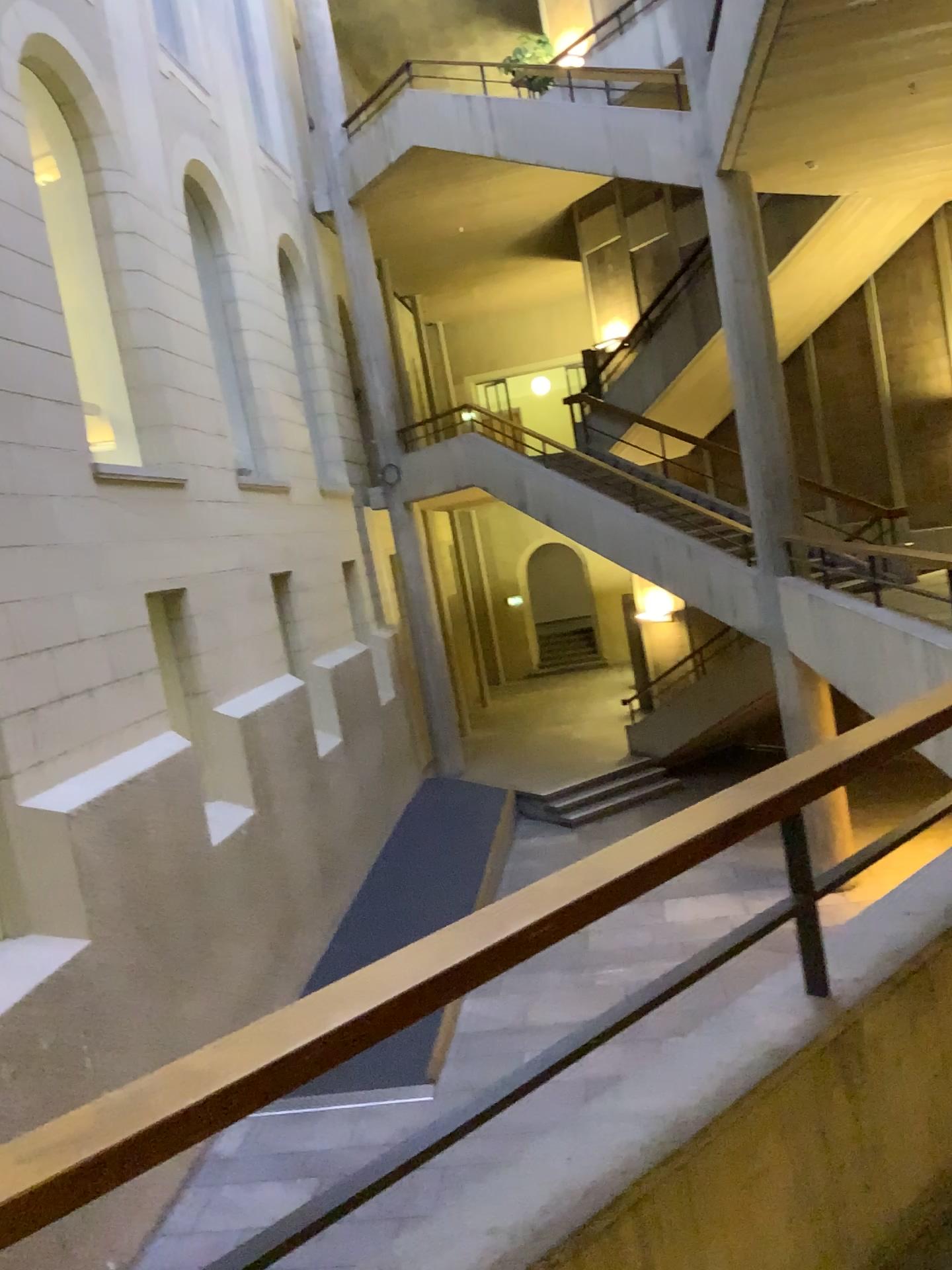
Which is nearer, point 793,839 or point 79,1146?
point 79,1146

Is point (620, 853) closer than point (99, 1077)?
No

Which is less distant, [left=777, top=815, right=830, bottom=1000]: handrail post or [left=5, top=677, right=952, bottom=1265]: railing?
[left=5, top=677, right=952, bottom=1265]: railing
